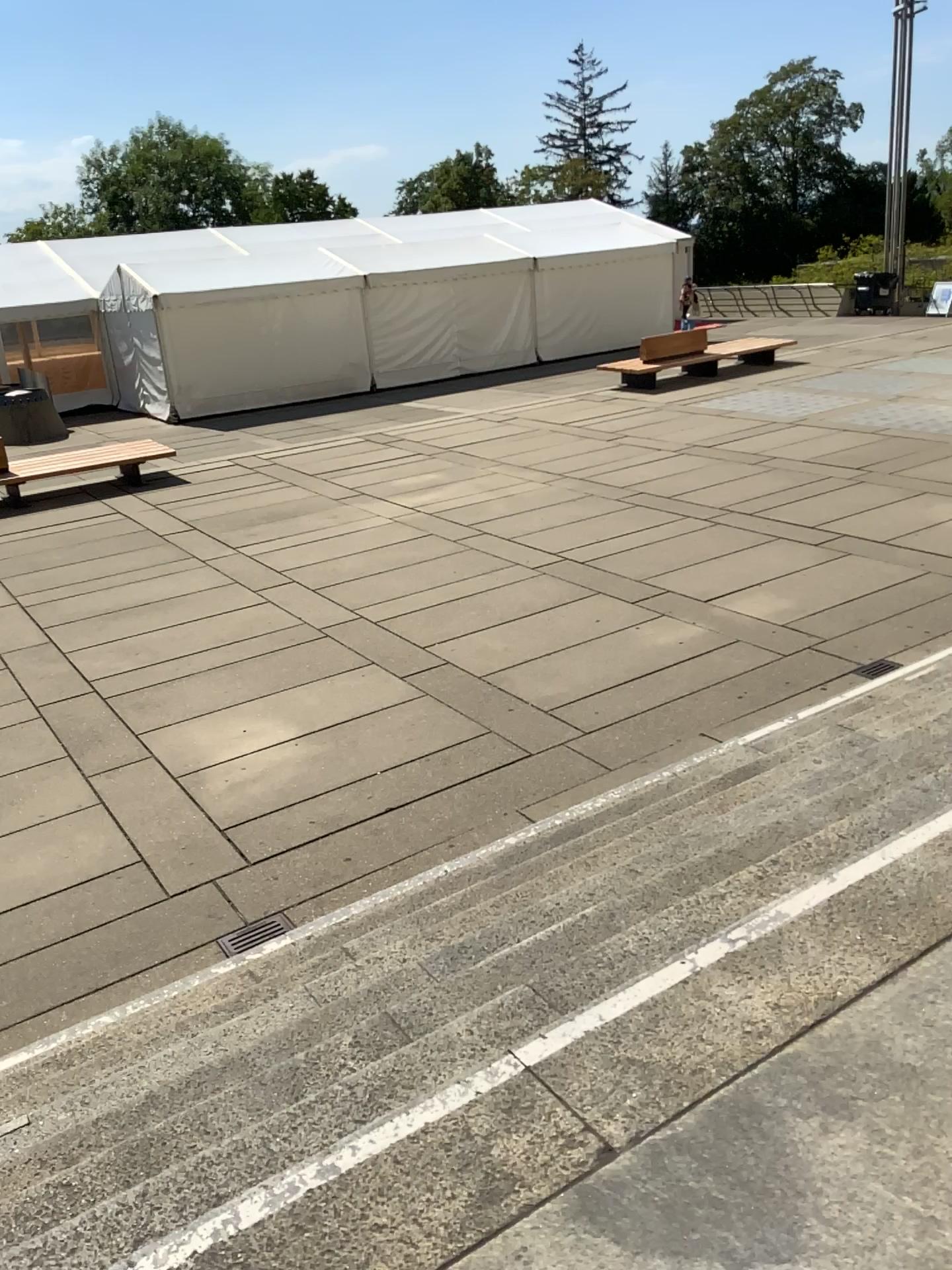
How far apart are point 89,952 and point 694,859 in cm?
267
